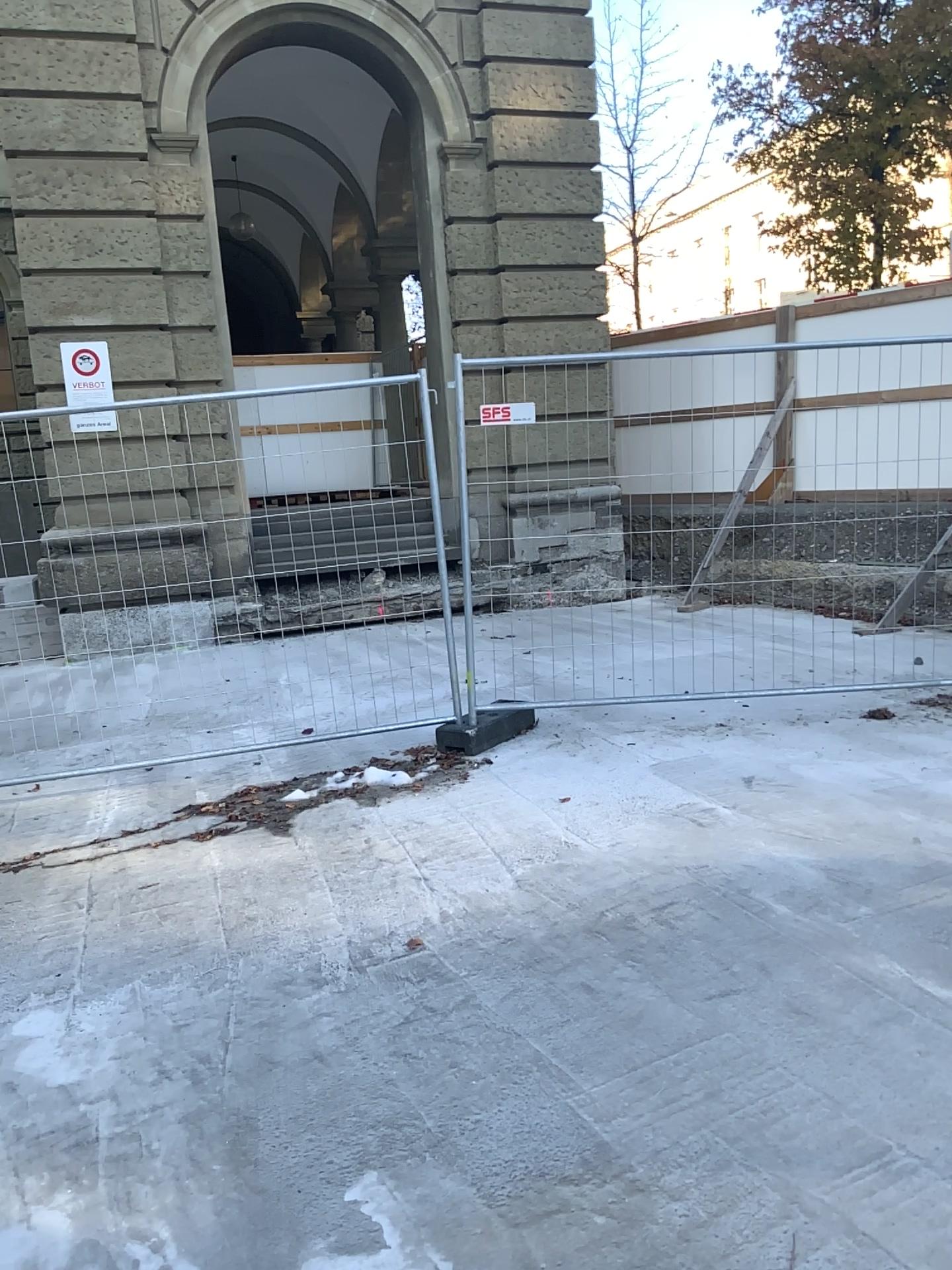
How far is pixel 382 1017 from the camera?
2.93m
